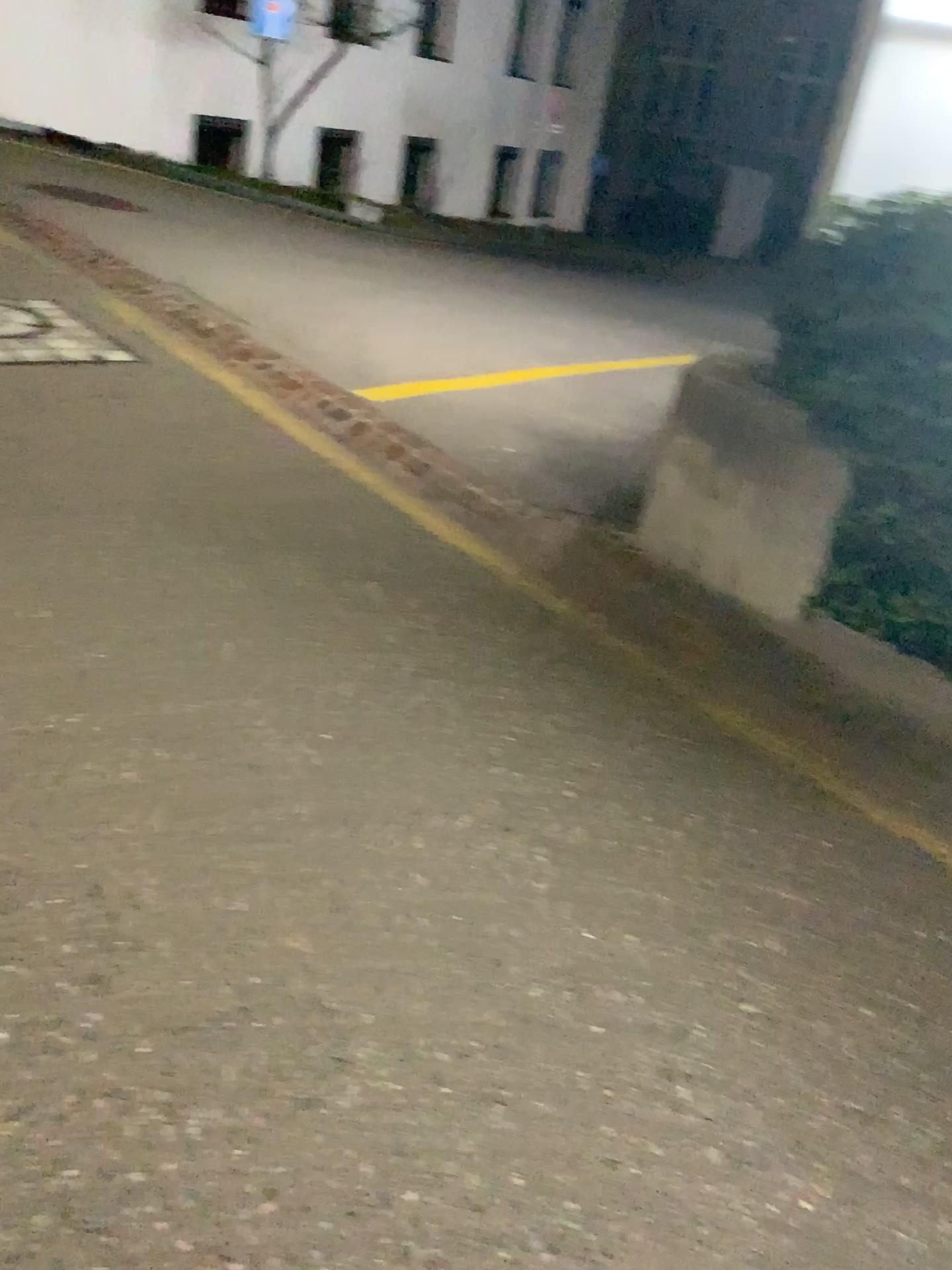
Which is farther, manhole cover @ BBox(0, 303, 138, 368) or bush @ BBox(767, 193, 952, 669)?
manhole cover @ BBox(0, 303, 138, 368)

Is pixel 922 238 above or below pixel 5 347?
above

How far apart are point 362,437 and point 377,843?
2.7m

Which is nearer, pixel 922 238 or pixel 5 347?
pixel 922 238
